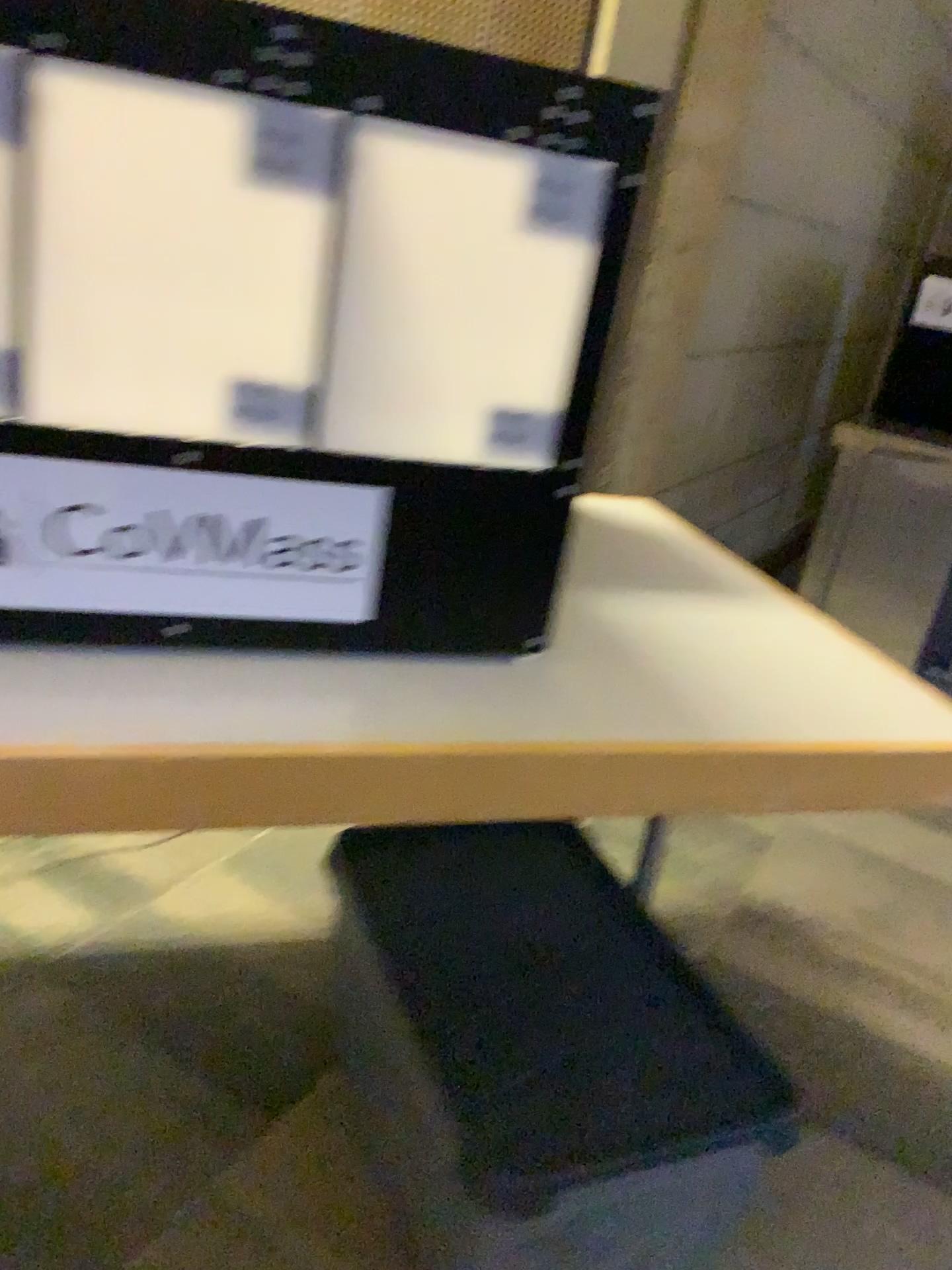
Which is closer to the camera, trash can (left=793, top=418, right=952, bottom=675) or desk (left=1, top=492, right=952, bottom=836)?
desk (left=1, top=492, right=952, bottom=836)

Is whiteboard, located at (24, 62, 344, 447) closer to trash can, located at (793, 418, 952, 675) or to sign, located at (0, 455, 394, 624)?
sign, located at (0, 455, 394, 624)

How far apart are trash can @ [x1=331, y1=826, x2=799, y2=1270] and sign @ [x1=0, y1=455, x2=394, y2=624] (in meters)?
0.46

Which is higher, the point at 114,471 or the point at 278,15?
the point at 278,15

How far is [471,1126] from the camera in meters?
1.0 m

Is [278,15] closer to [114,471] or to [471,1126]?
[114,471]

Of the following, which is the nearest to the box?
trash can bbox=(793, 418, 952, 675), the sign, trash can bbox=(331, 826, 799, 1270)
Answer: the sign

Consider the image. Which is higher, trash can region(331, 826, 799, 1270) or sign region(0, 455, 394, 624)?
sign region(0, 455, 394, 624)

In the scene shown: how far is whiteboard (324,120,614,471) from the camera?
0.8 meters

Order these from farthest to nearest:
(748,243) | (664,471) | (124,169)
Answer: (748,243), (664,471), (124,169)
